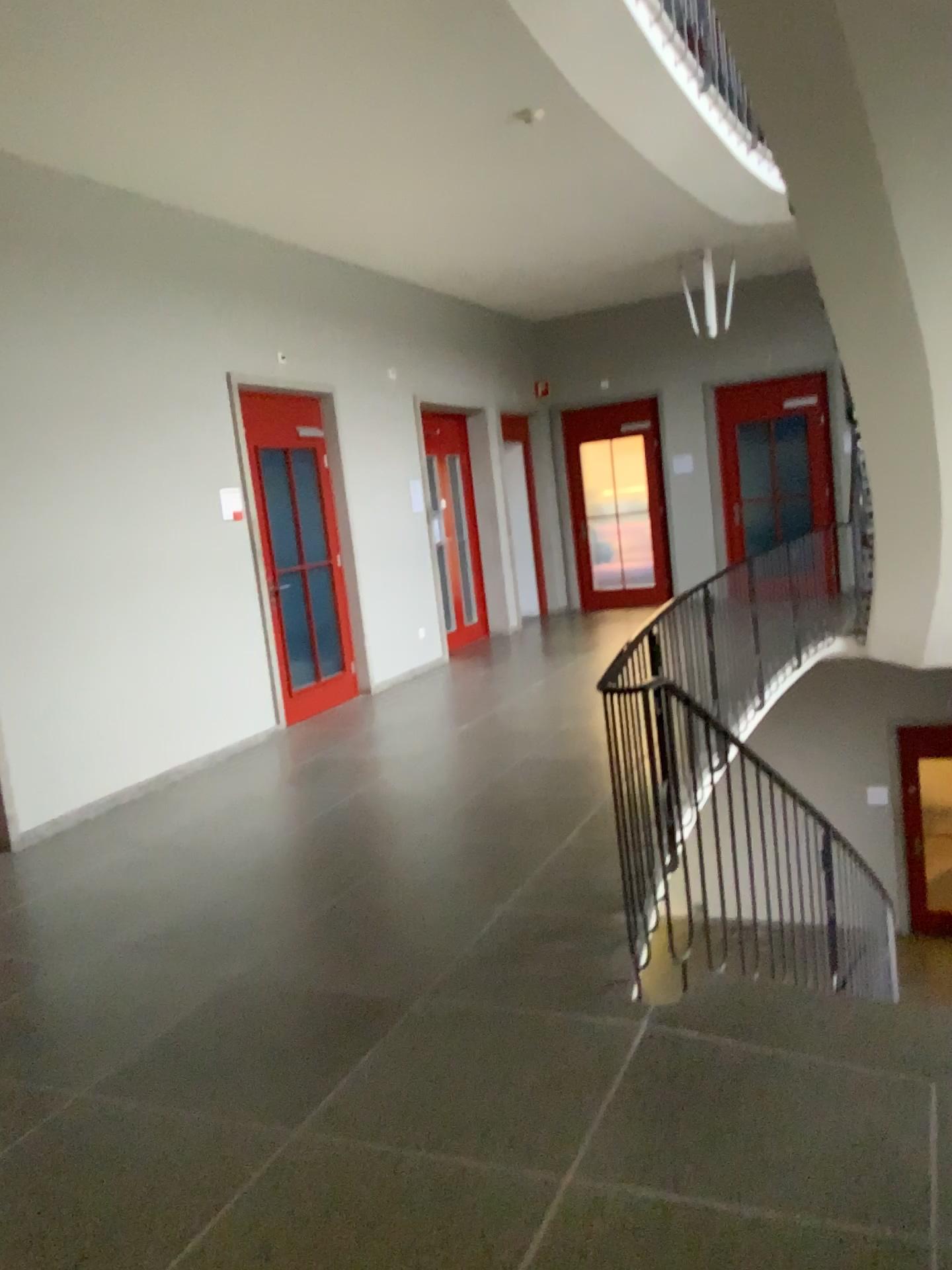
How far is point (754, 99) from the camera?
3.6 meters
